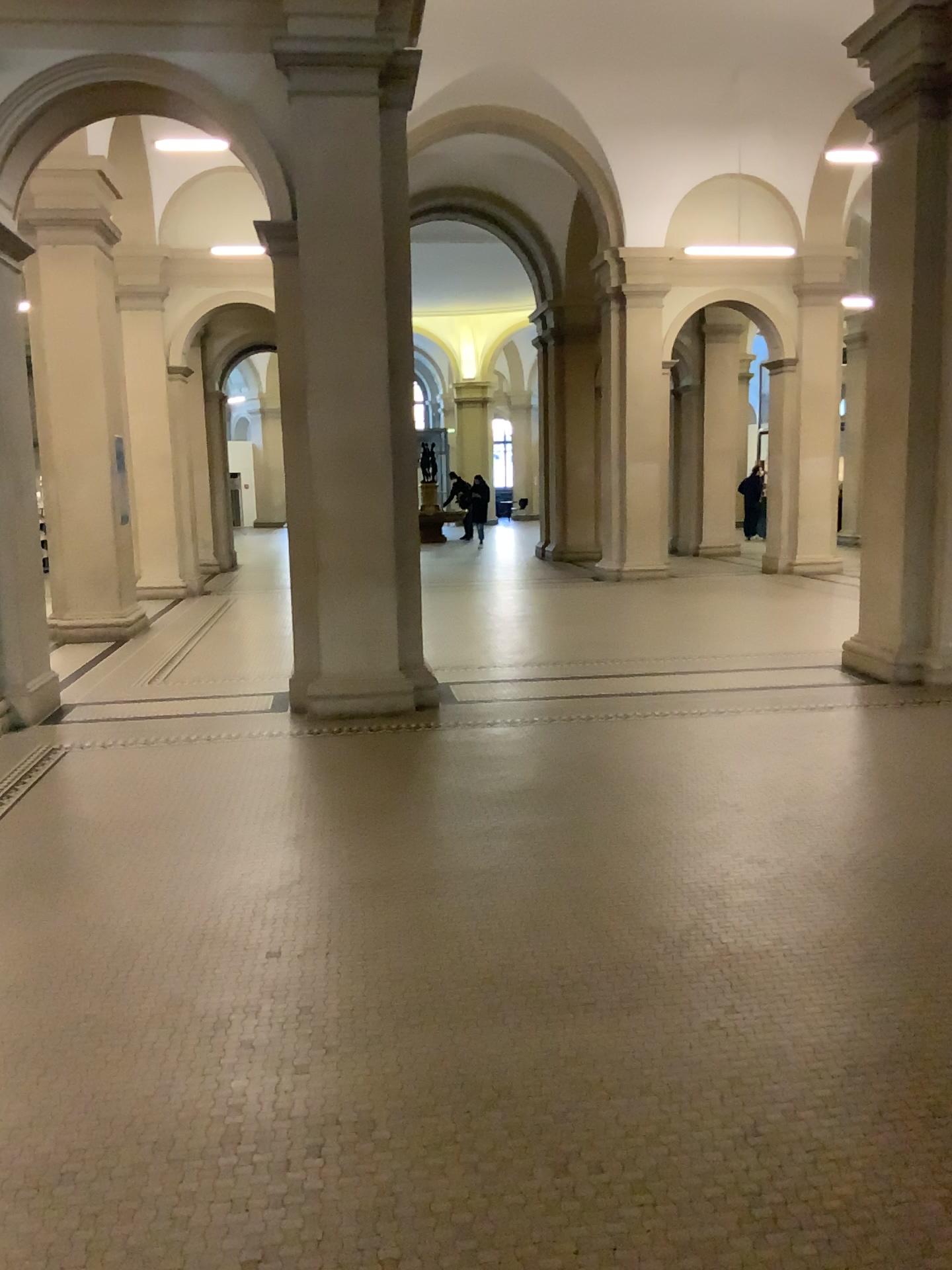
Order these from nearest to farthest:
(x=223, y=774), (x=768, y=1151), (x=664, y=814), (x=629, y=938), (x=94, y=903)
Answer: (x=768, y=1151), (x=629, y=938), (x=94, y=903), (x=664, y=814), (x=223, y=774)
